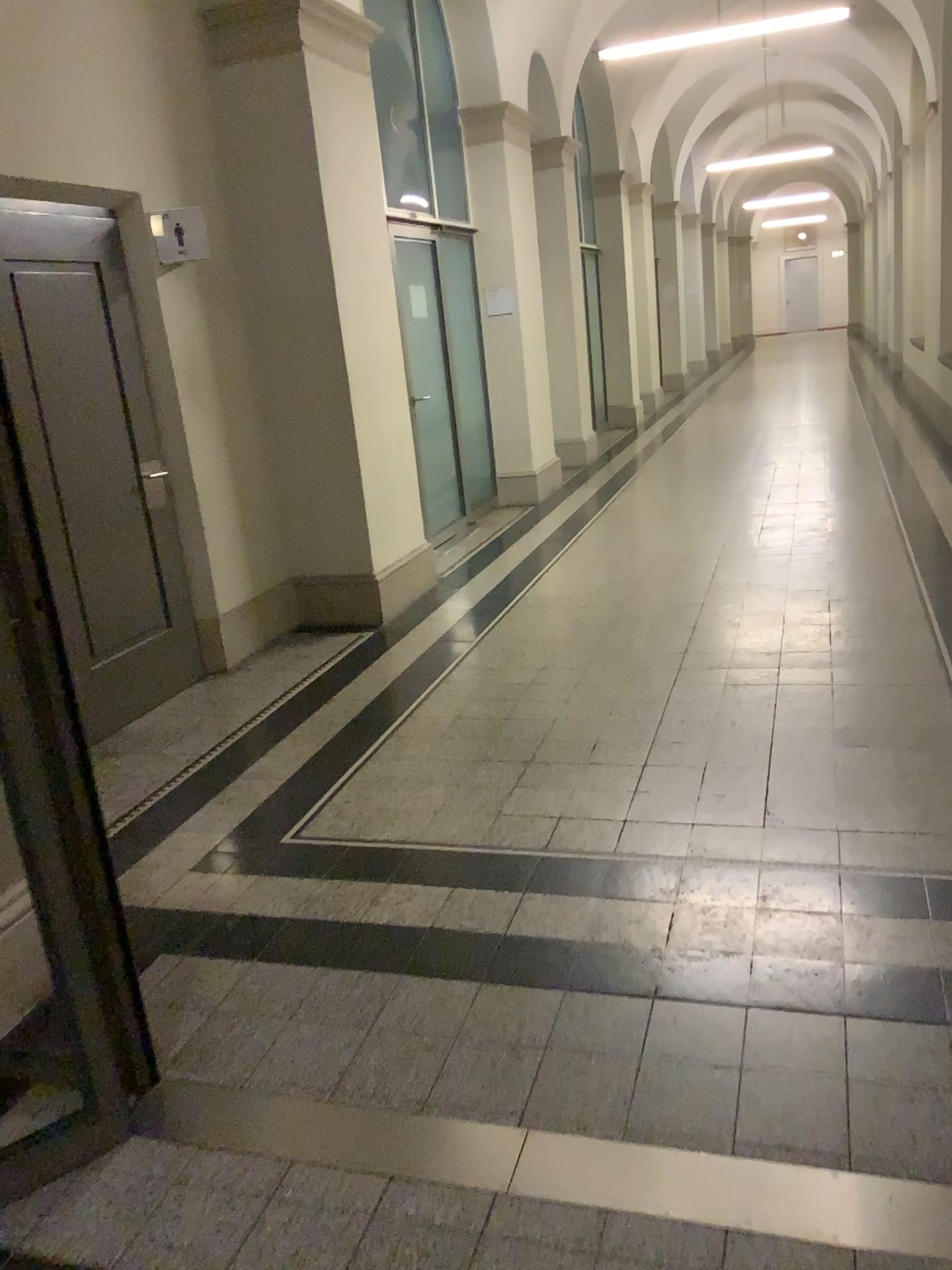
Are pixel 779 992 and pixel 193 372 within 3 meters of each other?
no
